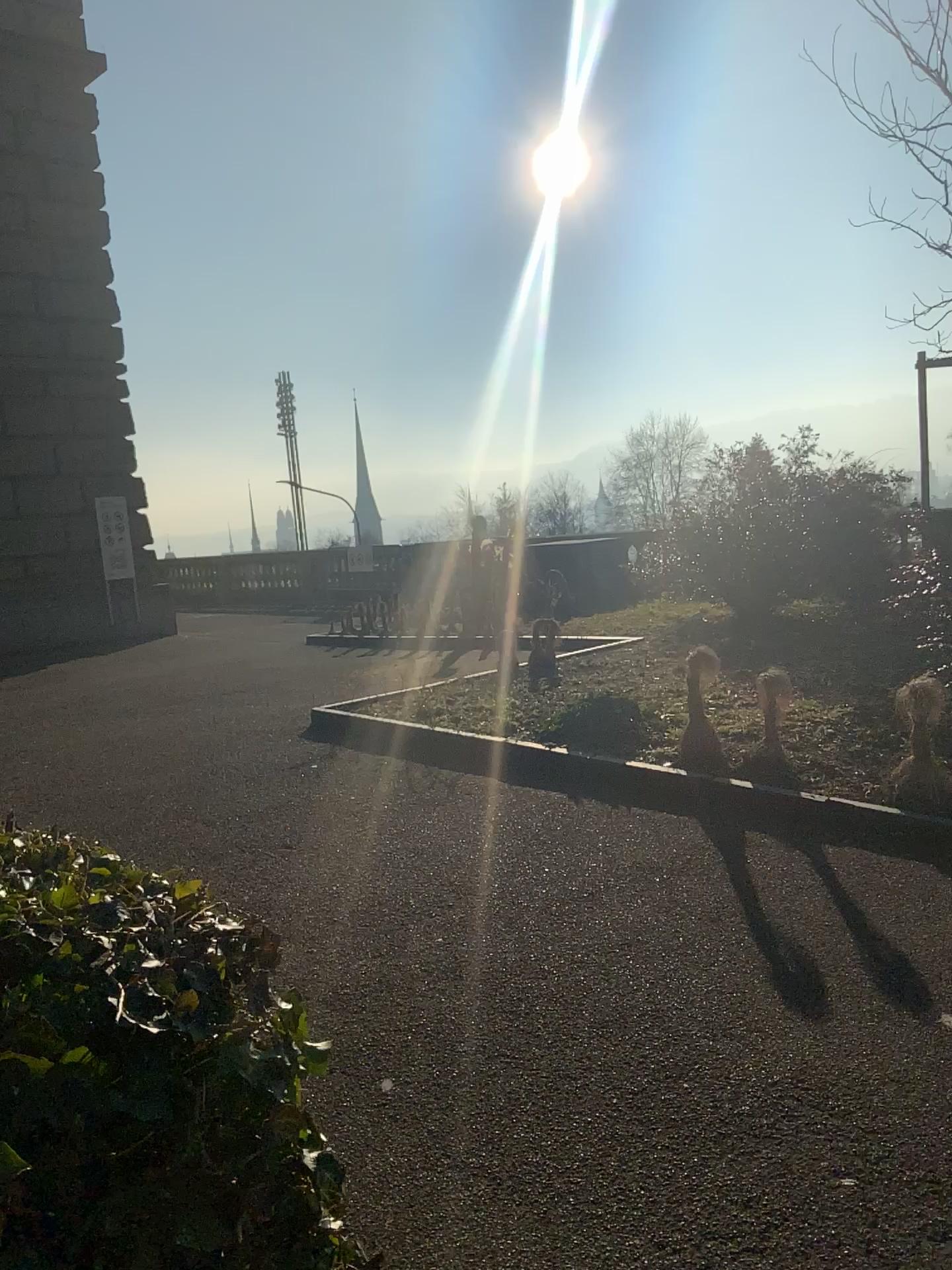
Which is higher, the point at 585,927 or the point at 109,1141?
the point at 109,1141
